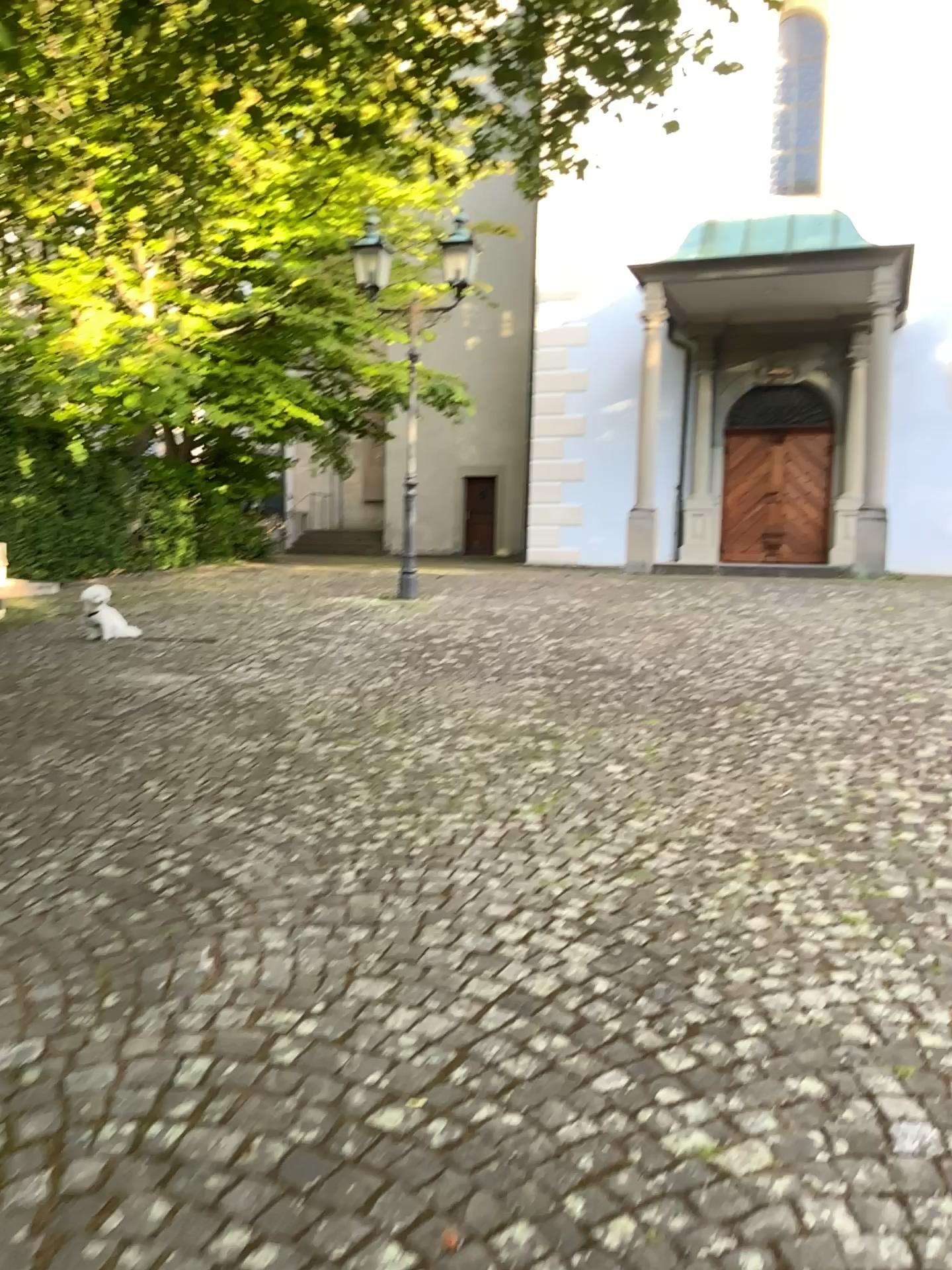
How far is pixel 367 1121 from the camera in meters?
2.0
